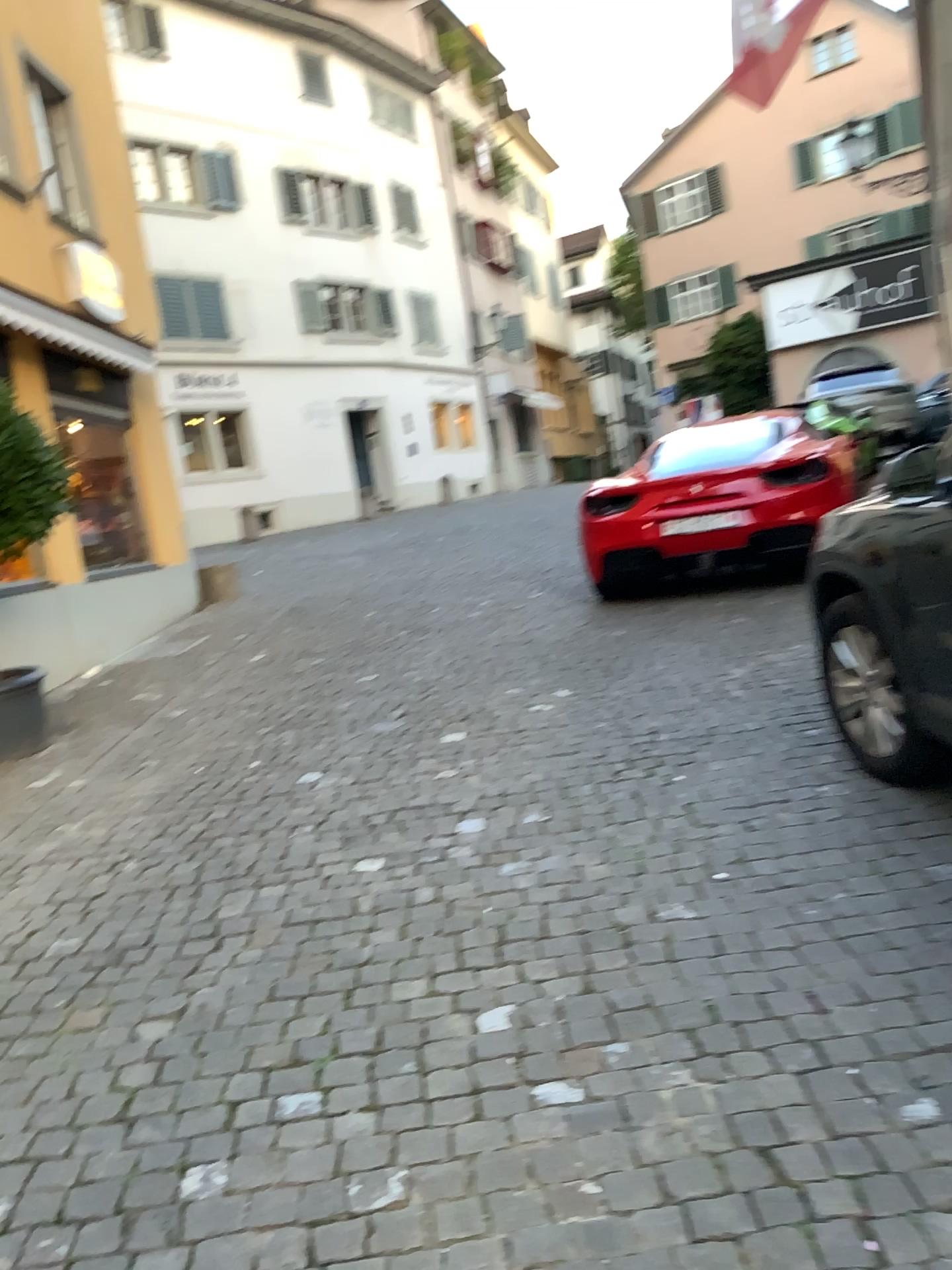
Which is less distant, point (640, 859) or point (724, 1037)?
point (724, 1037)
